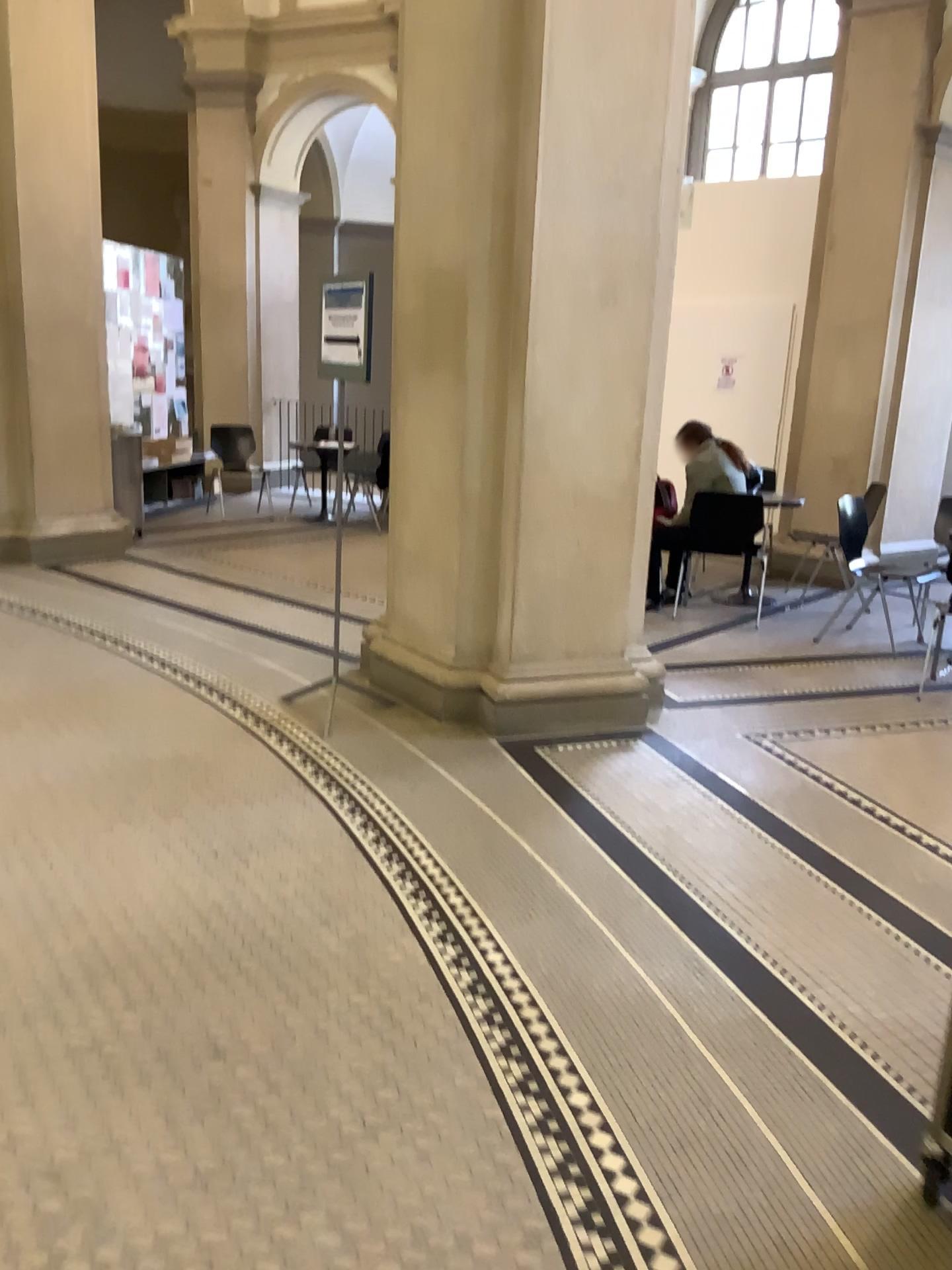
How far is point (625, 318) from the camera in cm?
425
